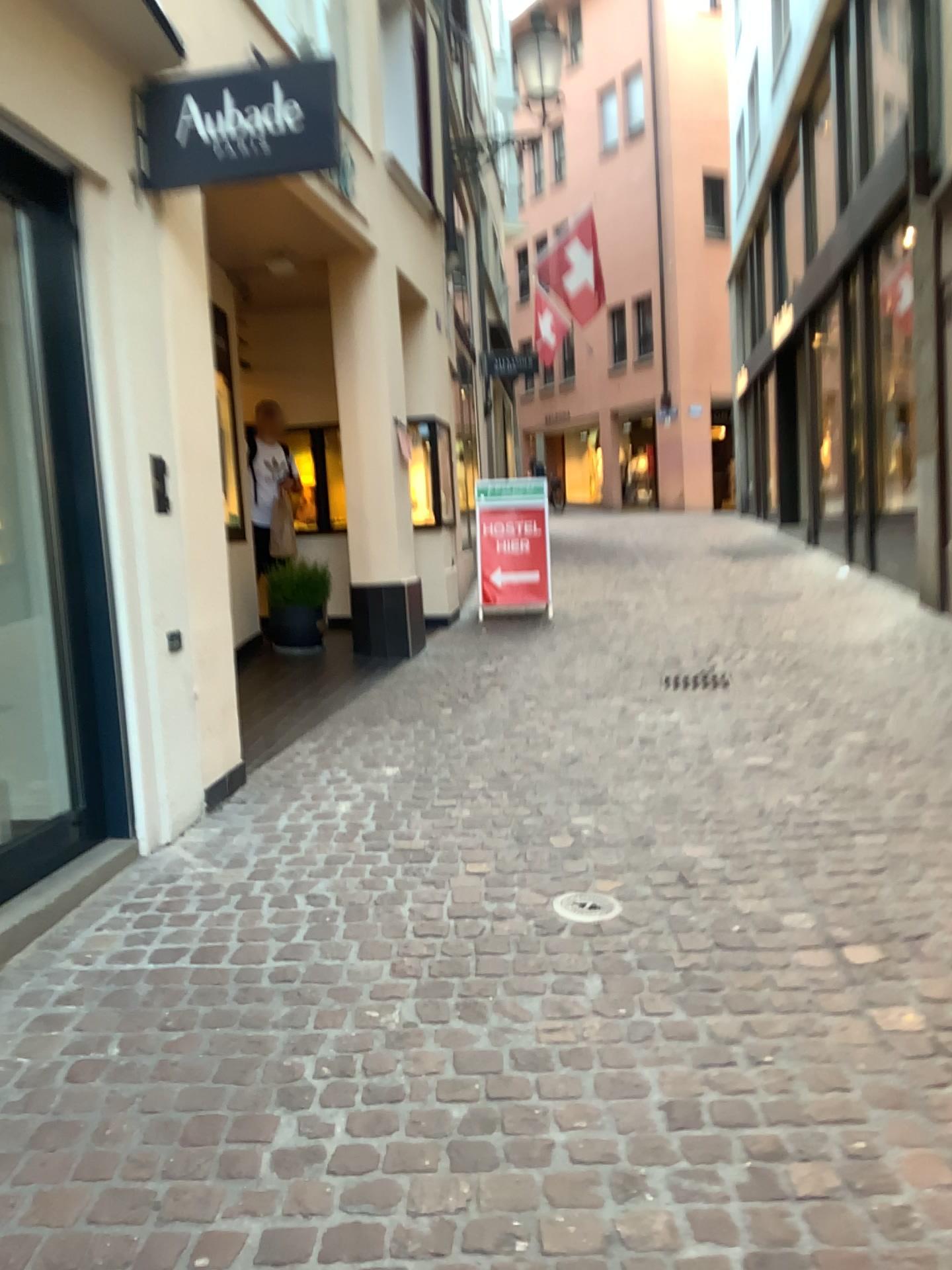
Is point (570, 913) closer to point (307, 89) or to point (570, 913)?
point (570, 913)

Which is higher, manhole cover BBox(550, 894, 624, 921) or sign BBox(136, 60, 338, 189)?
sign BBox(136, 60, 338, 189)

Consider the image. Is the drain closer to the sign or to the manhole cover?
the manhole cover

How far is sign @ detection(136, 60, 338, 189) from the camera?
3.63m

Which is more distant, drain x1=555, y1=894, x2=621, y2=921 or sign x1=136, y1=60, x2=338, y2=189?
sign x1=136, y1=60, x2=338, y2=189

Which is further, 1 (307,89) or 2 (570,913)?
1 (307,89)

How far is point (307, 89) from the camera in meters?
3.6

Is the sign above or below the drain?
above

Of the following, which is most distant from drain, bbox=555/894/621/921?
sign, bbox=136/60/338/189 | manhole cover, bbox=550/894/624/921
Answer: sign, bbox=136/60/338/189

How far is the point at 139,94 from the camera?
3.7 meters
